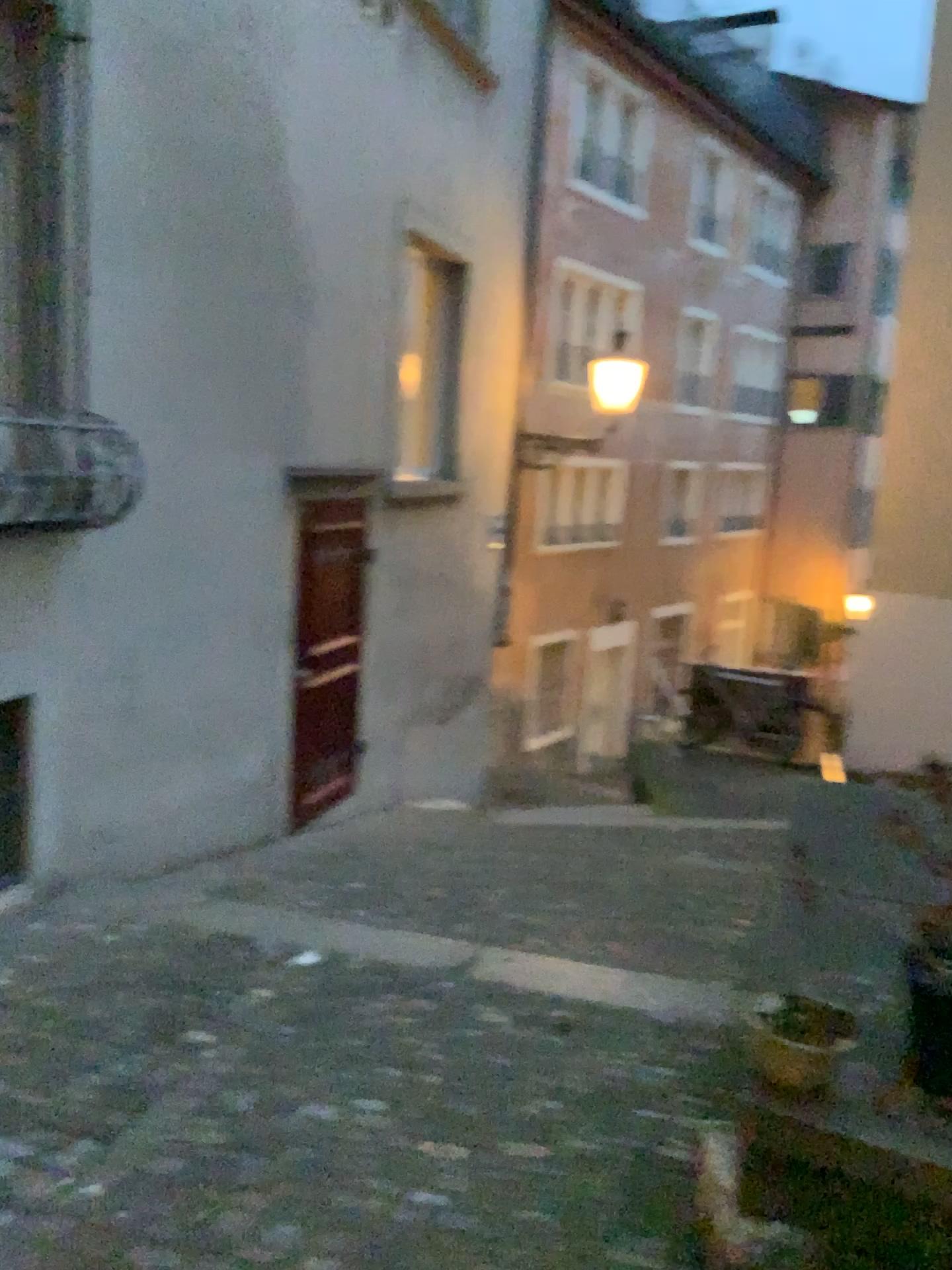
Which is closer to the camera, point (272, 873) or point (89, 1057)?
point (89, 1057)
